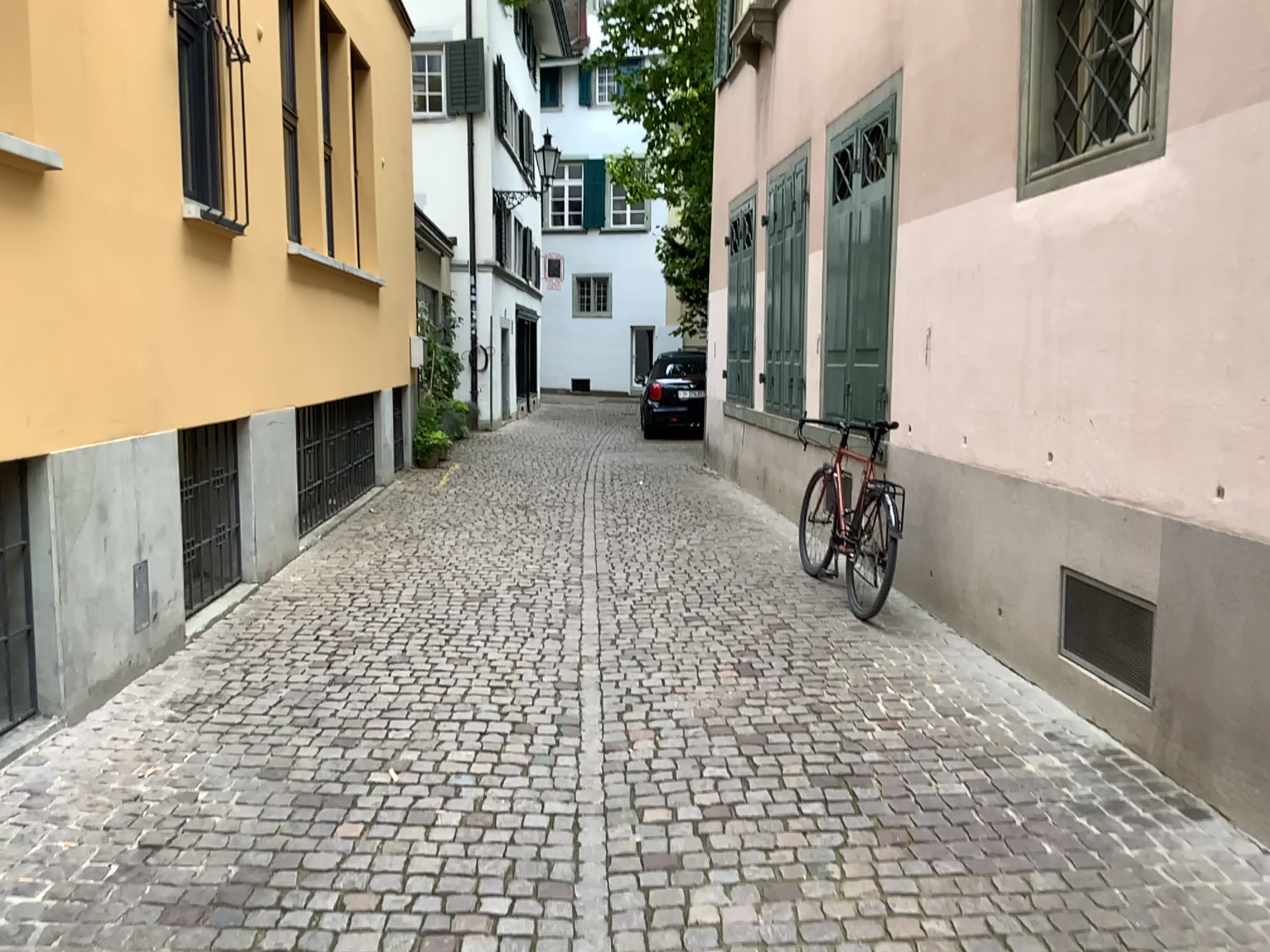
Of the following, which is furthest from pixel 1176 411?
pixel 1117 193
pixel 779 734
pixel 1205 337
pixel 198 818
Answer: pixel 198 818

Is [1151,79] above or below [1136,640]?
above

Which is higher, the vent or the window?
the window
